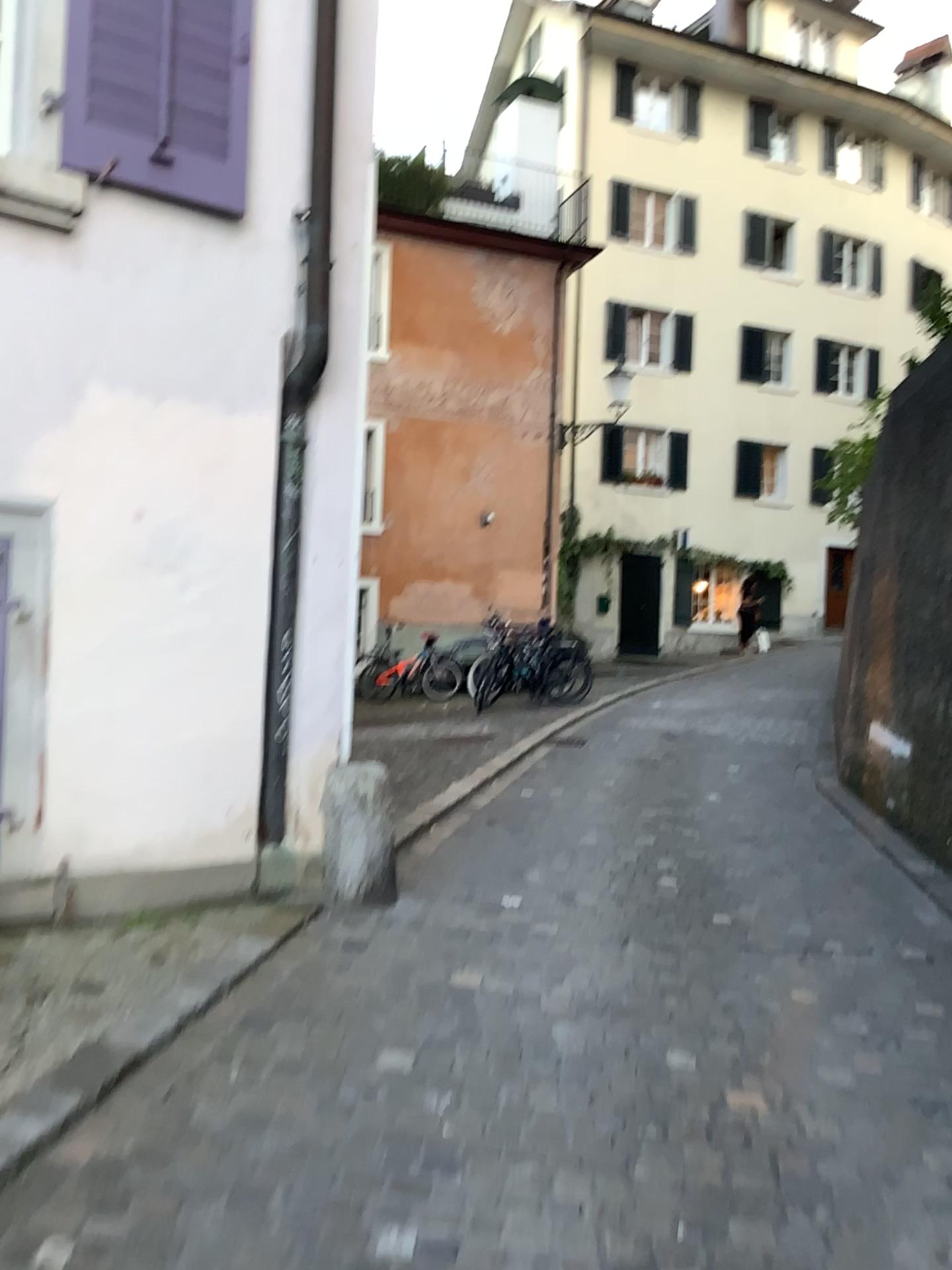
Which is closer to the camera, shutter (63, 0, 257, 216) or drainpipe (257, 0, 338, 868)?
shutter (63, 0, 257, 216)

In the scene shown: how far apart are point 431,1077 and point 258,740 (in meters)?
1.68

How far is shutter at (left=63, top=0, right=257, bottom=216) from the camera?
3.7 meters

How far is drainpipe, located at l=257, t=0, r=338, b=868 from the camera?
4.19m

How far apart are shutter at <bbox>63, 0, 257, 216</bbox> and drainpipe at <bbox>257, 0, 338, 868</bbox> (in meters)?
0.33

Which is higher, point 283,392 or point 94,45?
point 94,45

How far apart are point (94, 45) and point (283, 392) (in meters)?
1.33

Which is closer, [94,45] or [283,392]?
[94,45]
